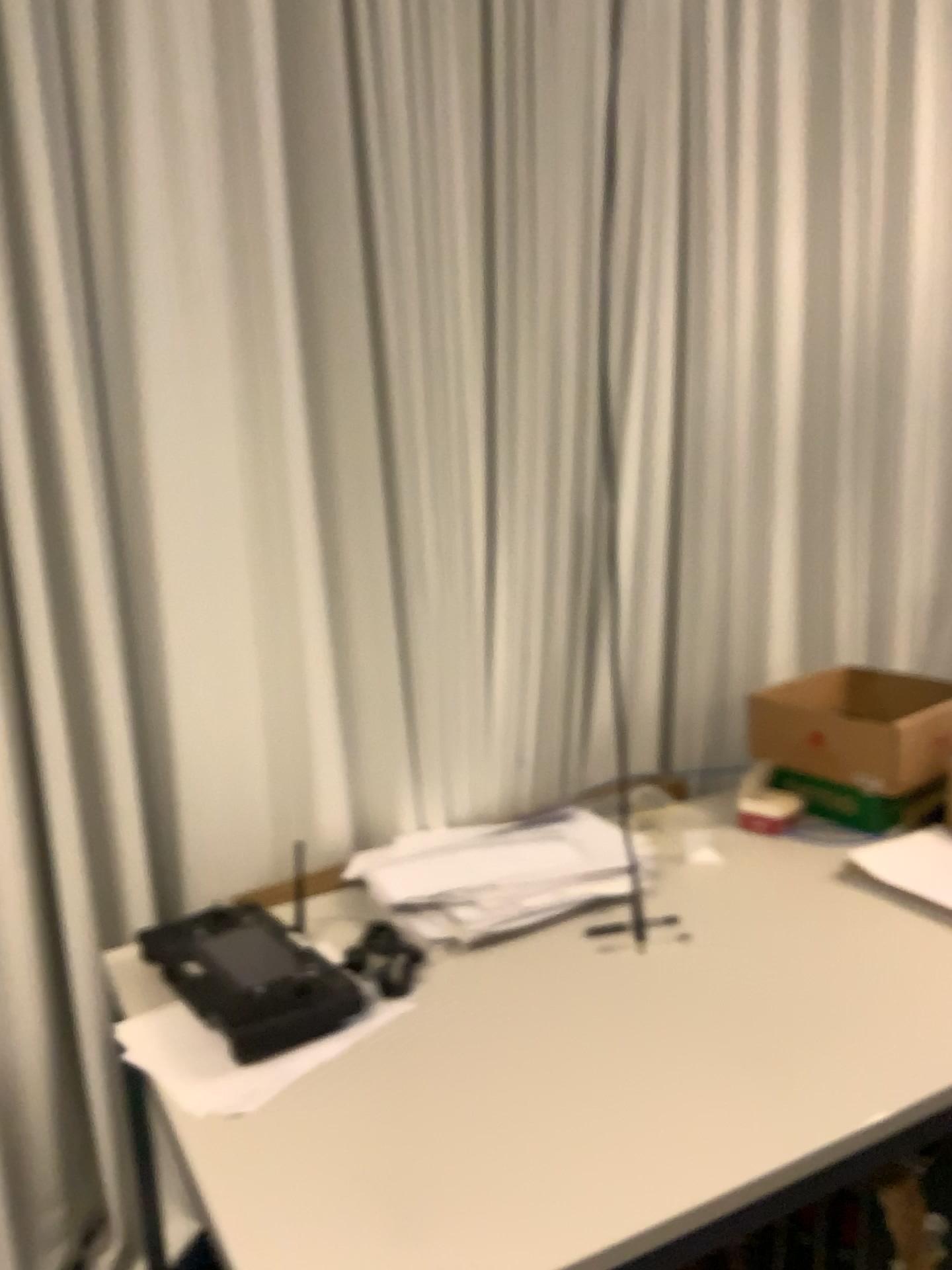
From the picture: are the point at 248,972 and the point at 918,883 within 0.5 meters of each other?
no

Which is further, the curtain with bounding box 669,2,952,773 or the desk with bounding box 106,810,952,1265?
the curtain with bounding box 669,2,952,773

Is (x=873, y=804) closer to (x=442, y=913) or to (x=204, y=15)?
(x=442, y=913)

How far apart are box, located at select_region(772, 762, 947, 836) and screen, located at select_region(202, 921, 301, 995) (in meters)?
0.95

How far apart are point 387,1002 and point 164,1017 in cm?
27

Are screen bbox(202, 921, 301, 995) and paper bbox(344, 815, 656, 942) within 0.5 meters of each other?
yes

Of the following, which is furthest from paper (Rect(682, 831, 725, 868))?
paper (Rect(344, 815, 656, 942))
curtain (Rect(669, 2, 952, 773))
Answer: curtain (Rect(669, 2, 952, 773))

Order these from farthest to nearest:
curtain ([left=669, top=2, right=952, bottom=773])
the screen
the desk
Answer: curtain ([left=669, top=2, right=952, bottom=773]), the screen, the desk

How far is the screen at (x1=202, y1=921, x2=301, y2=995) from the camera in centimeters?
132cm

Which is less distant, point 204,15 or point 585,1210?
point 585,1210
